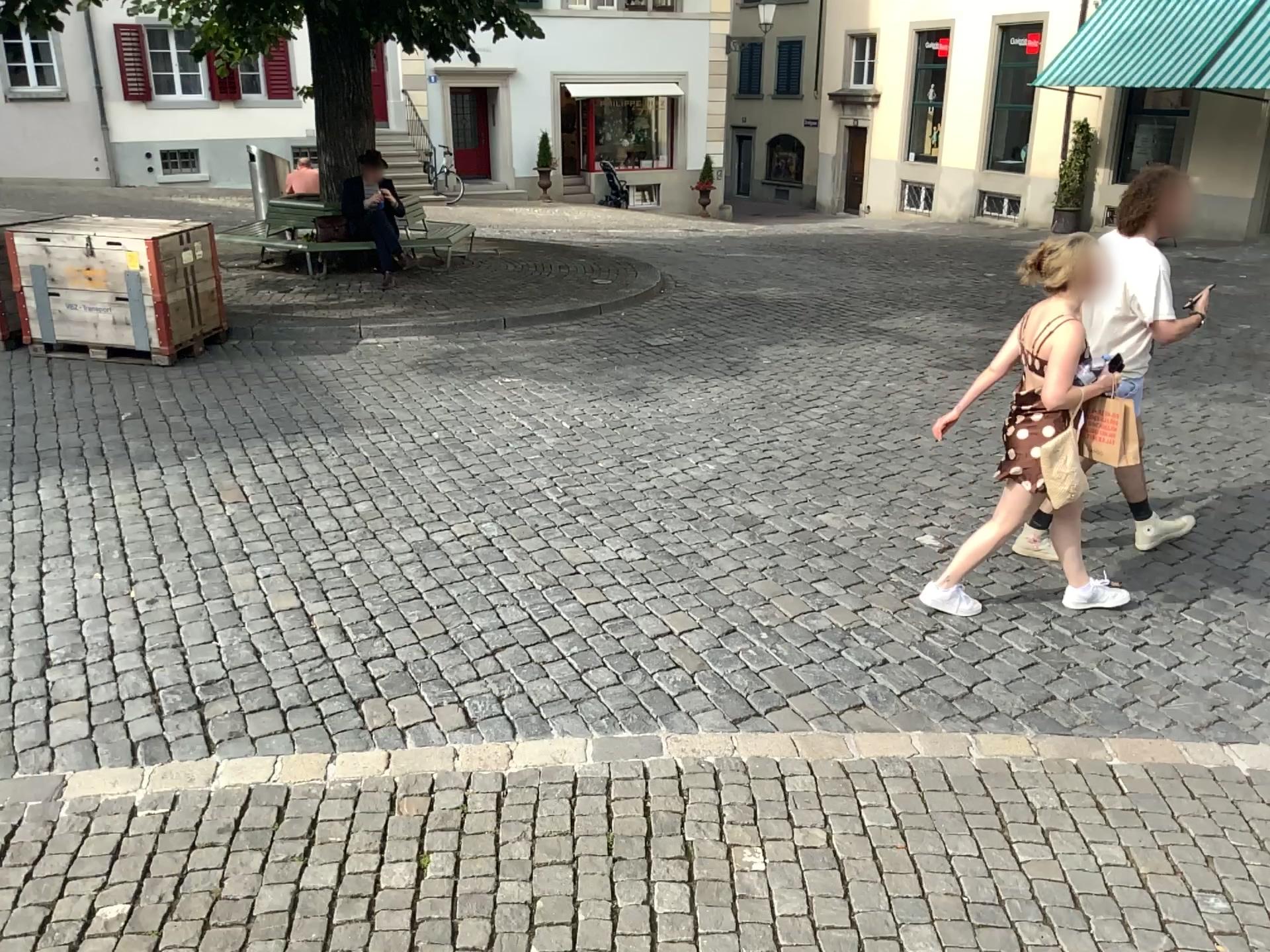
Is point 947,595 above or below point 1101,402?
below

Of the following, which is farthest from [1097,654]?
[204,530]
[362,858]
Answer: [204,530]

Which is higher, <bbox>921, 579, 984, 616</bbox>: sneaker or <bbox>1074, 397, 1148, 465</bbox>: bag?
<bbox>1074, 397, 1148, 465</bbox>: bag

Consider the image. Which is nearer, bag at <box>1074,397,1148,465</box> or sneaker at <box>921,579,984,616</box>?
bag at <box>1074,397,1148,465</box>

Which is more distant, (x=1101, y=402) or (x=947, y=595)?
(x=947, y=595)
